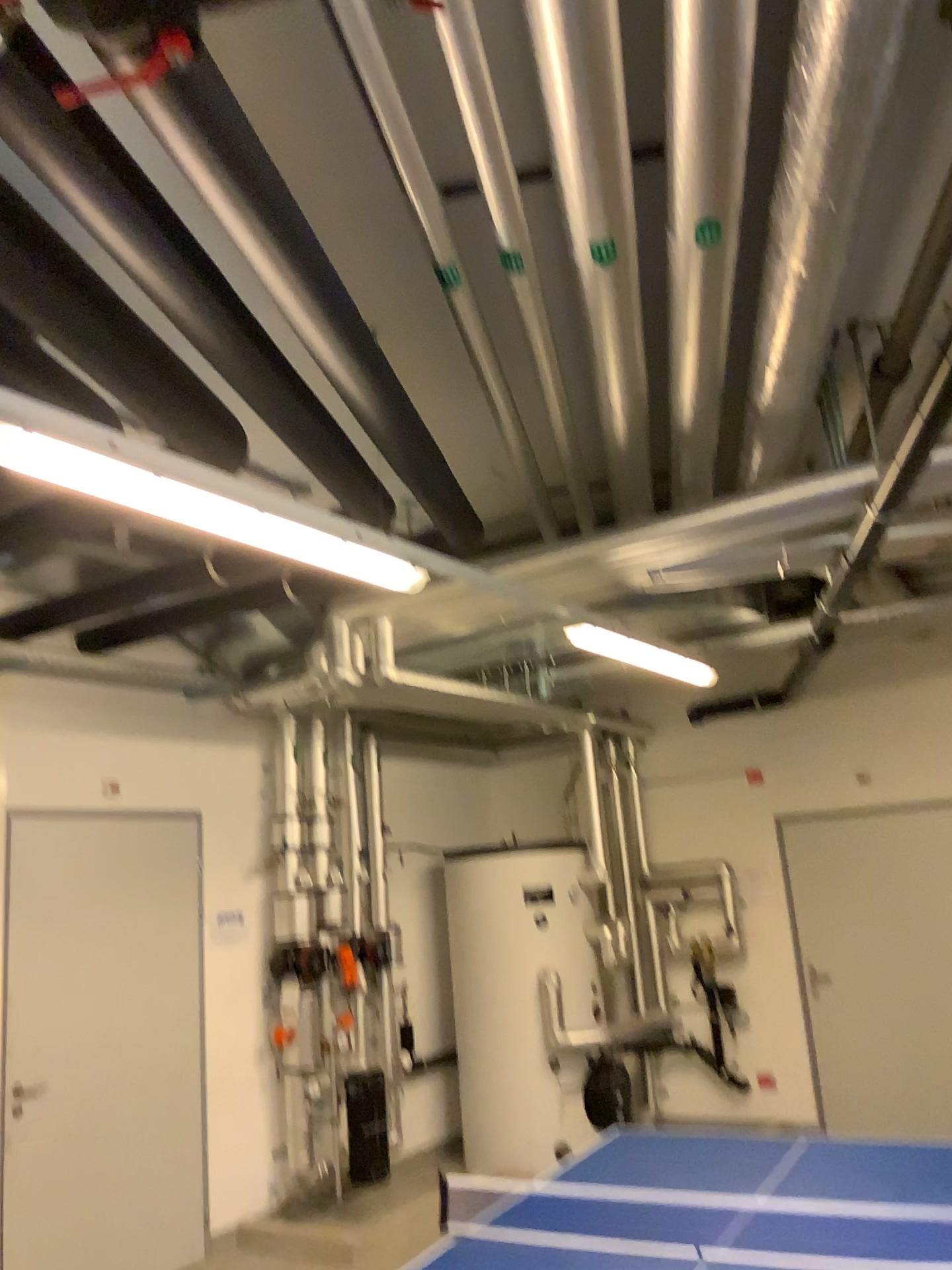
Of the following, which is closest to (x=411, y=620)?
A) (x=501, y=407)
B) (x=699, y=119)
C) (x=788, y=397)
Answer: (x=501, y=407)

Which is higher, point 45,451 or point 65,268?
point 65,268
